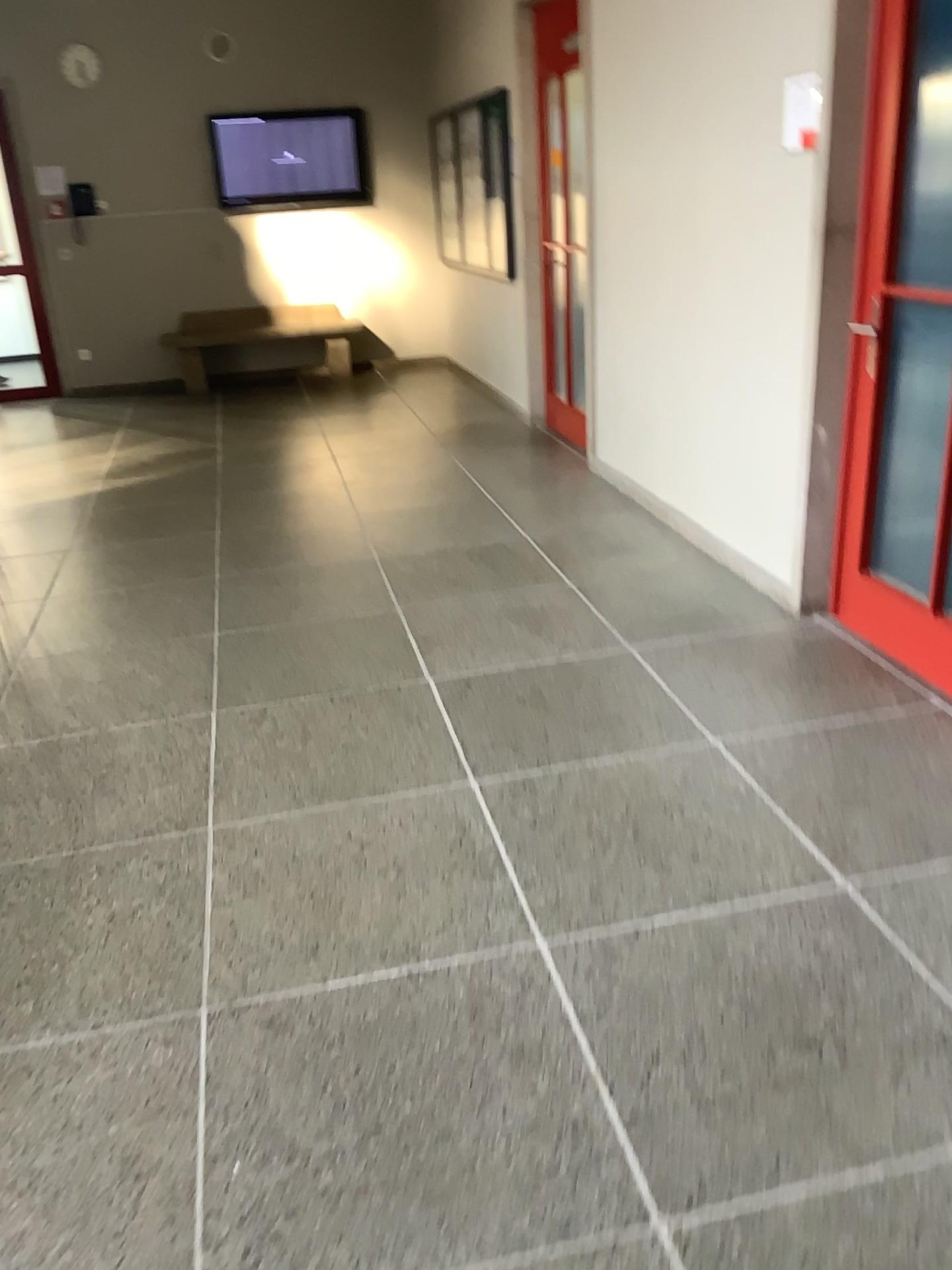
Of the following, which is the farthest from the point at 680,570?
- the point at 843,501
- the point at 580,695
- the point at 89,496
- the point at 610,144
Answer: the point at 89,496

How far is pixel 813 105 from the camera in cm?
319

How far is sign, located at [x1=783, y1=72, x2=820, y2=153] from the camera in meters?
3.2
